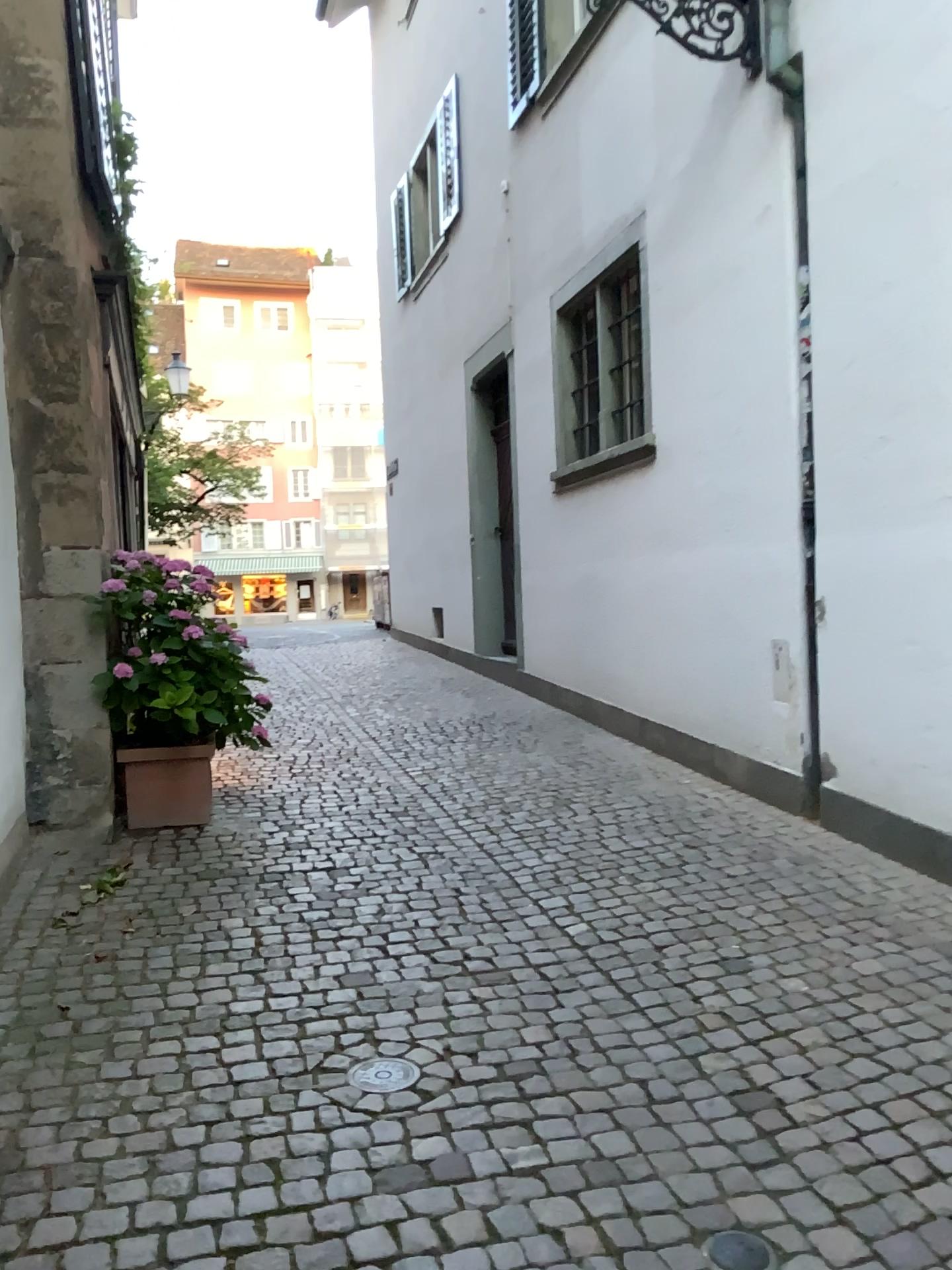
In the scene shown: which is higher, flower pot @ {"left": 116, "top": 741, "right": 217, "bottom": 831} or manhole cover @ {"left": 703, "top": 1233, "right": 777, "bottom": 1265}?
flower pot @ {"left": 116, "top": 741, "right": 217, "bottom": 831}

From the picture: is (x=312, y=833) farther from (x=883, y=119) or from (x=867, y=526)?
(x=883, y=119)

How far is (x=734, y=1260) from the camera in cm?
201

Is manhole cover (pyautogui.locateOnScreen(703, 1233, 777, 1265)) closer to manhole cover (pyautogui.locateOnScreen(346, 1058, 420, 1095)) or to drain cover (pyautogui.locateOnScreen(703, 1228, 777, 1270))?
drain cover (pyautogui.locateOnScreen(703, 1228, 777, 1270))

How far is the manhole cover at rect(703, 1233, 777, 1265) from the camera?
2.0m

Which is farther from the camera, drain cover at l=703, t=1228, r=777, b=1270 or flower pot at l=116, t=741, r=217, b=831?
flower pot at l=116, t=741, r=217, b=831

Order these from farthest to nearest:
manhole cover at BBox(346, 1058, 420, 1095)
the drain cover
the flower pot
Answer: the flower pot → manhole cover at BBox(346, 1058, 420, 1095) → the drain cover

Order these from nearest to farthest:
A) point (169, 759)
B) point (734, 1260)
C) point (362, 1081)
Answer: point (734, 1260) < point (362, 1081) < point (169, 759)

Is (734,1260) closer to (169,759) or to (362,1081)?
(362,1081)

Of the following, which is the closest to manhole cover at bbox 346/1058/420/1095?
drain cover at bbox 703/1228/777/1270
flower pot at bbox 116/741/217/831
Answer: drain cover at bbox 703/1228/777/1270
